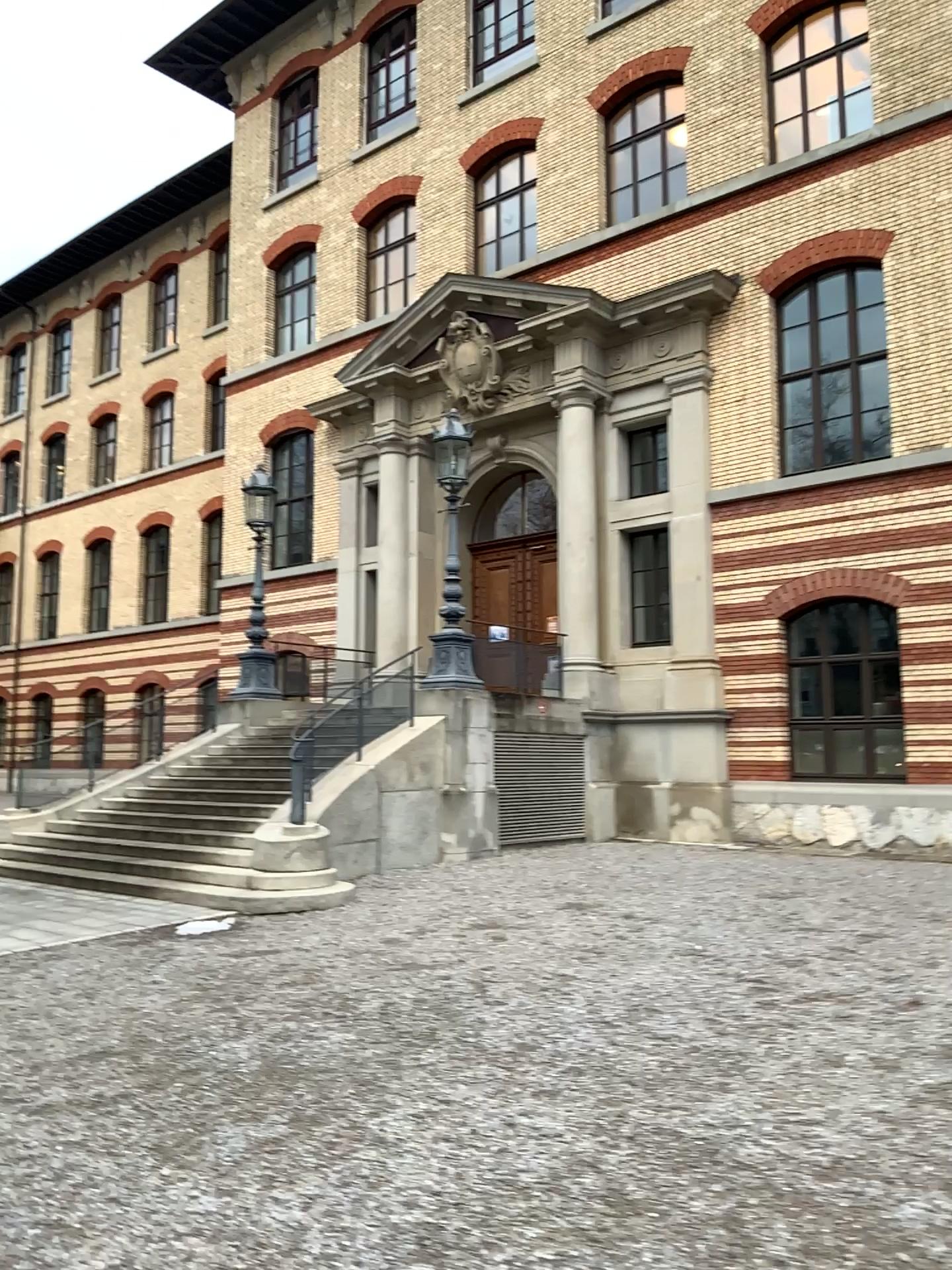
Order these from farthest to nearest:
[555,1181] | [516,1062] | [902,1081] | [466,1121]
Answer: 1. [516,1062]
2. [902,1081]
3. [466,1121]
4. [555,1181]
